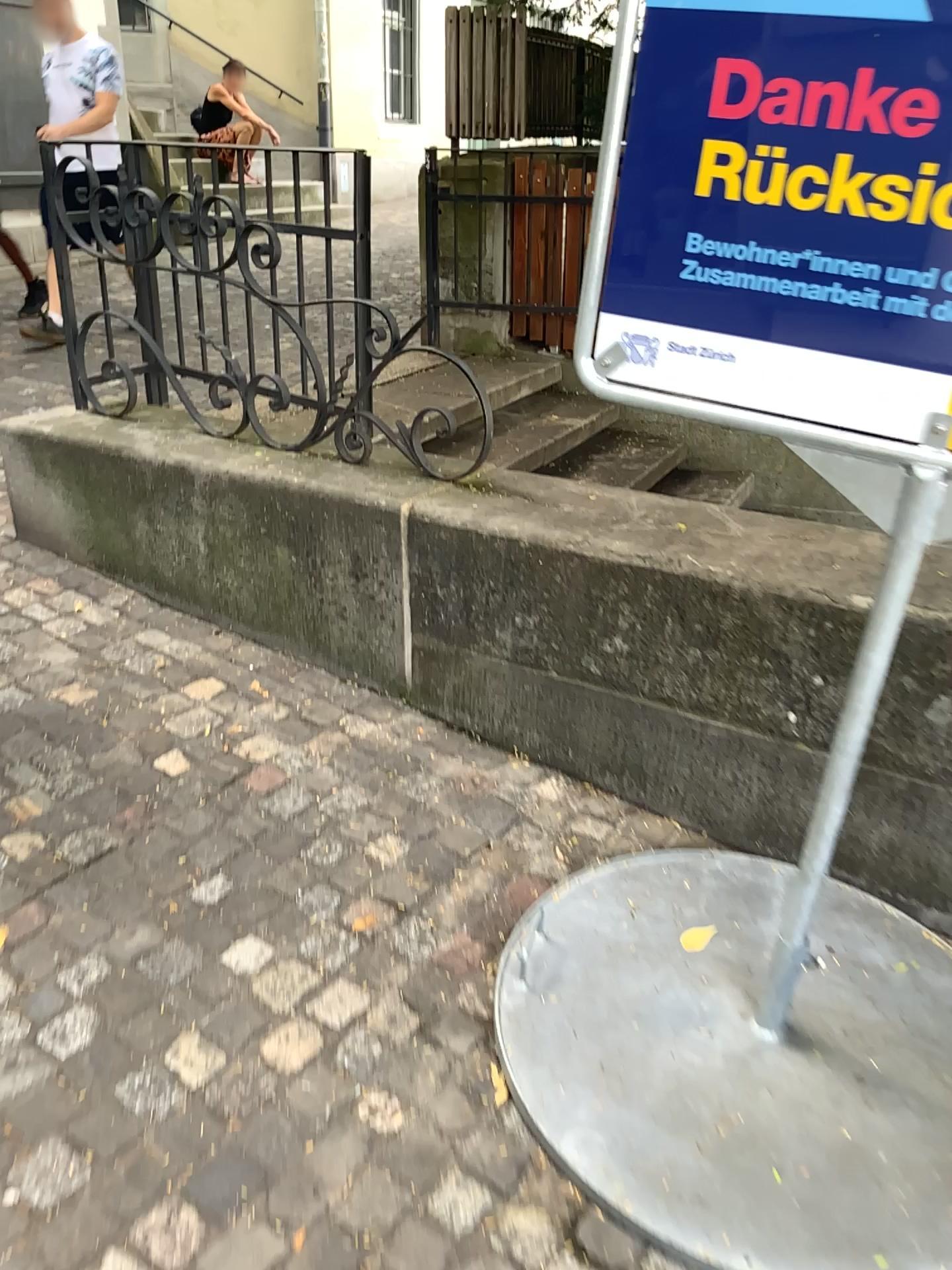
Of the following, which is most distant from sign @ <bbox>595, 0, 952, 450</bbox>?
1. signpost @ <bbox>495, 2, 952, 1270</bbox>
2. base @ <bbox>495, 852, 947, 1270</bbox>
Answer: base @ <bbox>495, 852, 947, 1270</bbox>

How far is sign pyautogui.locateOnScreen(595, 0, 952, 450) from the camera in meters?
1.3 m

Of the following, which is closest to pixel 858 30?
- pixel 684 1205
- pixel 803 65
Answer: pixel 803 65

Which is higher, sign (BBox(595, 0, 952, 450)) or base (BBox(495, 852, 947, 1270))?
sign (BBox(595, 0, 952, 450))

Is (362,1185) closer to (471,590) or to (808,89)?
(471,590)

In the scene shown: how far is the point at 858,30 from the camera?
1.29m

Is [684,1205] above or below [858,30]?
below

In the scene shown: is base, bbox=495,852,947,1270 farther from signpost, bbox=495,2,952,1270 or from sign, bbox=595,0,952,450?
sign, bbox=595,0,952,450
